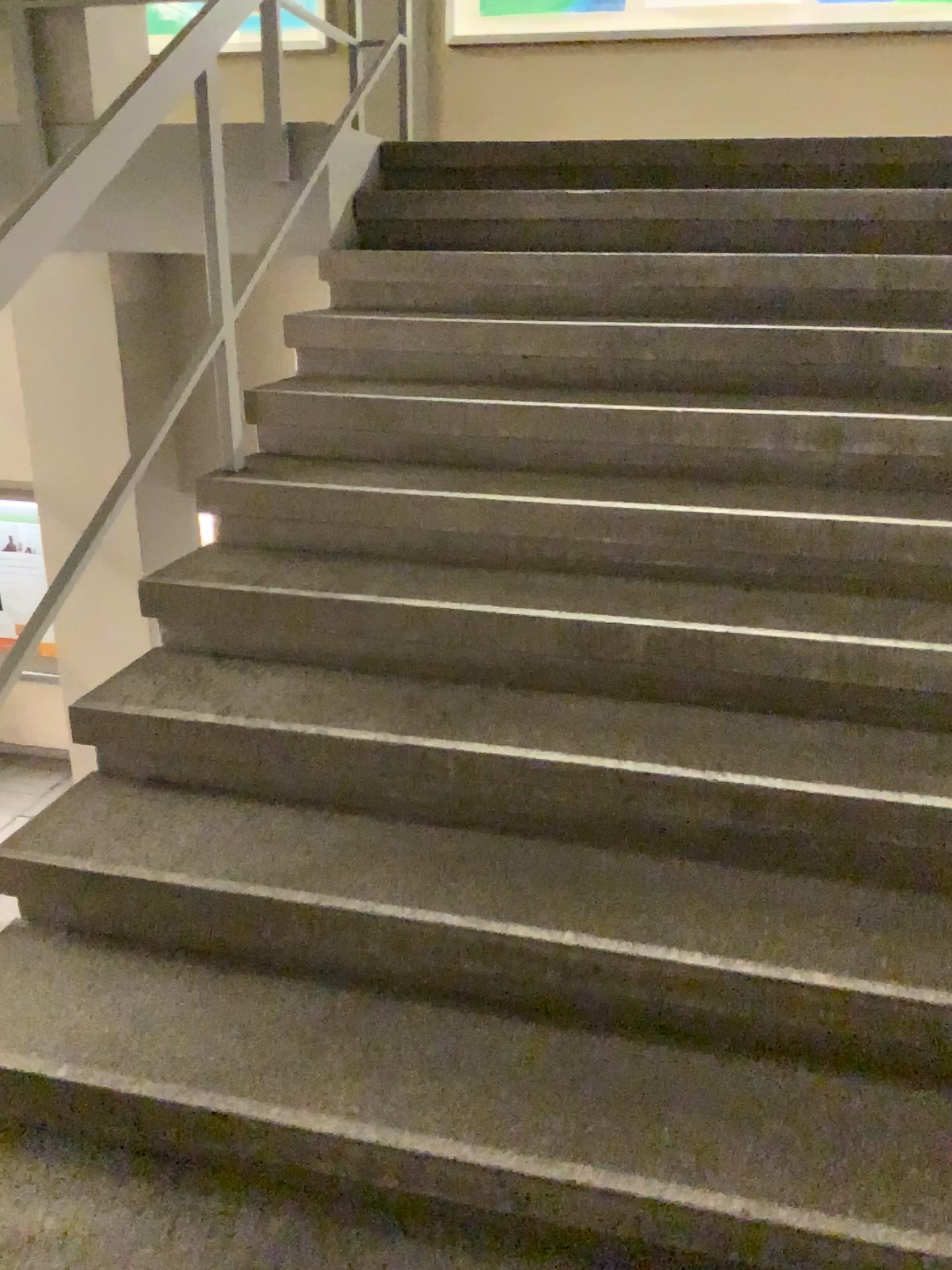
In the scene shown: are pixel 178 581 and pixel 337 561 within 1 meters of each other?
yes
